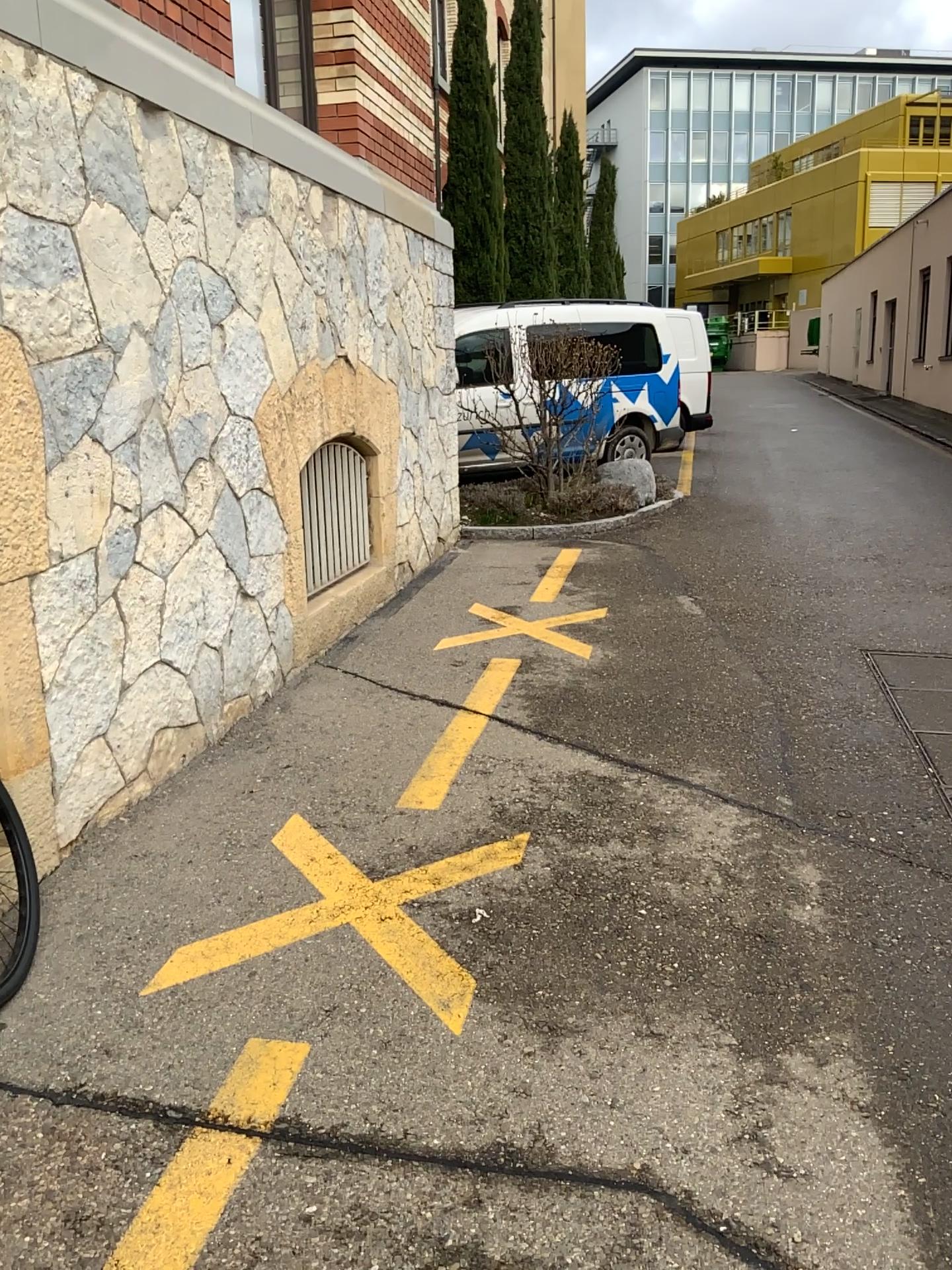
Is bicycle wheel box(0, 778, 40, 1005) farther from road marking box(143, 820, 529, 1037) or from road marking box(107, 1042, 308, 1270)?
road marking box(107, 1042, 308, 1270)

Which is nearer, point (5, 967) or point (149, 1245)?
point (149, 1245)

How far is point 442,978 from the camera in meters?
2.5 m

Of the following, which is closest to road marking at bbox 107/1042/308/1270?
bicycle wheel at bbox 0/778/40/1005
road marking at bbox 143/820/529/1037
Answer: road marking at bbox 143/820/529/1037

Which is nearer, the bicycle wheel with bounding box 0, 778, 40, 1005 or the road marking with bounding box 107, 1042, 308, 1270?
the road marking with bounding box 107, 1042, 308, 1270

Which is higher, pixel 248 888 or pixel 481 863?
pixel 481 863

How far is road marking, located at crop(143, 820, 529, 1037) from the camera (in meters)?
2.52

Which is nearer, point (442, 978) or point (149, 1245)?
point (149, 1245)
